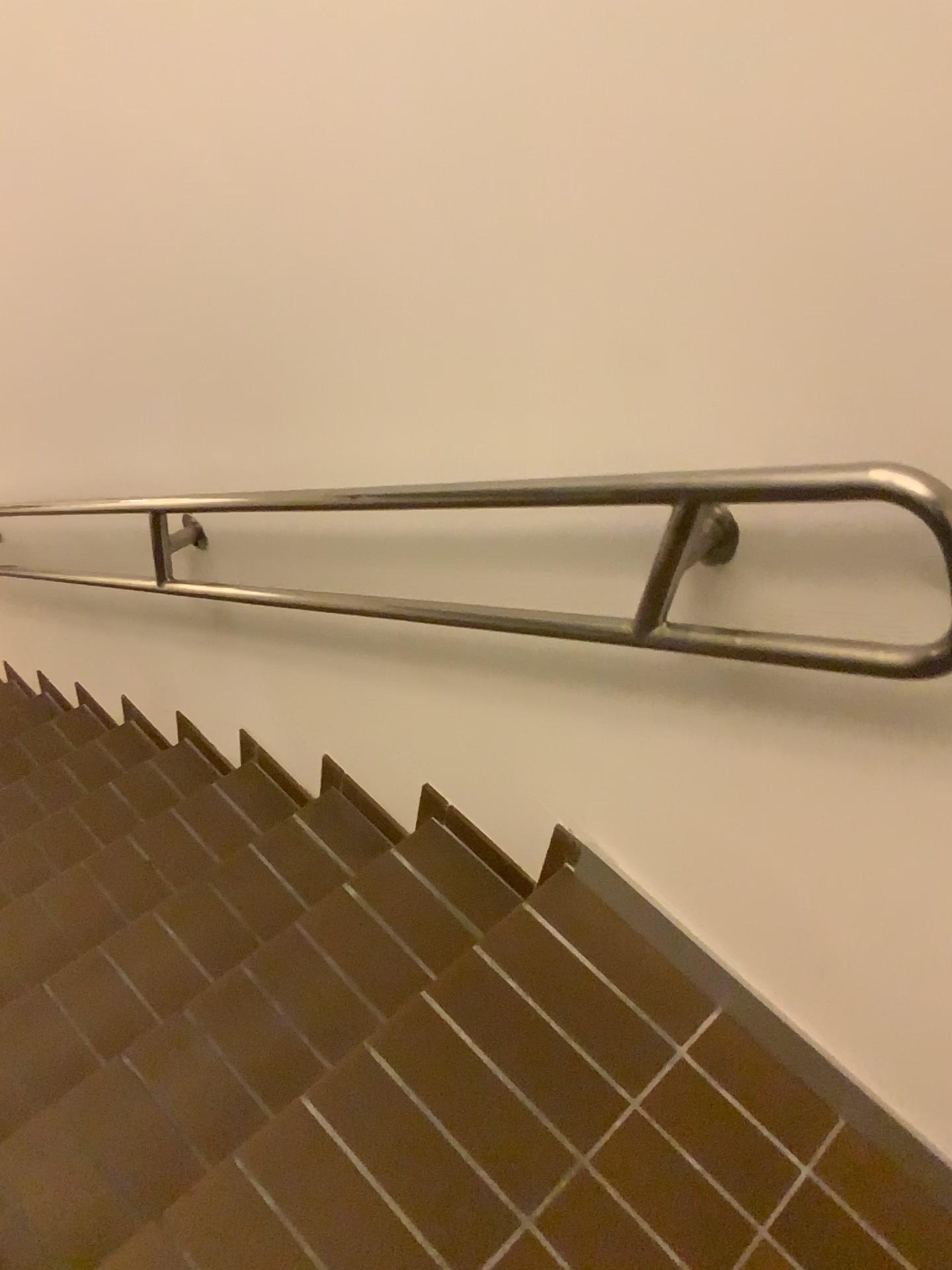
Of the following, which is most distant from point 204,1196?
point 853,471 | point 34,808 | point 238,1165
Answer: point 34,808

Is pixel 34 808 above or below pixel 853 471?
below

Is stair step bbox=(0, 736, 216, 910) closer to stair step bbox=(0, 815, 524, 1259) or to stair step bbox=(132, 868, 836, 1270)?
stair step bbox=(0, 815, 524, 1259)

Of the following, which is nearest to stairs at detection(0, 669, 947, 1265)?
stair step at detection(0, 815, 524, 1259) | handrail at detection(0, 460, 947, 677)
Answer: stair step at detection(0, 815, 524, 1259)

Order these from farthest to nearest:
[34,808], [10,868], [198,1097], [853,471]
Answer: [34,808] → [10,868] → [198,1097] → [853,471]

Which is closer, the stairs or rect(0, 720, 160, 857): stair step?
the stairs

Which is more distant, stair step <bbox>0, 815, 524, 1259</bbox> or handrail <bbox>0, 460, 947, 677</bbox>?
stair step <bbox>0, 815, 524, 1259</bbox>

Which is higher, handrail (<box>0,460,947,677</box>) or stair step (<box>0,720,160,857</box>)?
handrail (<box>0,460,947,677</box>)

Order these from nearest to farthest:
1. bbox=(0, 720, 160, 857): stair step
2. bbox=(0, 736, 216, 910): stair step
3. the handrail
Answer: the handrail < bbox=(0, 736, 216, 910): stair step < bbox=(0, 720, 160, 857): stair step

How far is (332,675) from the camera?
1.97m
